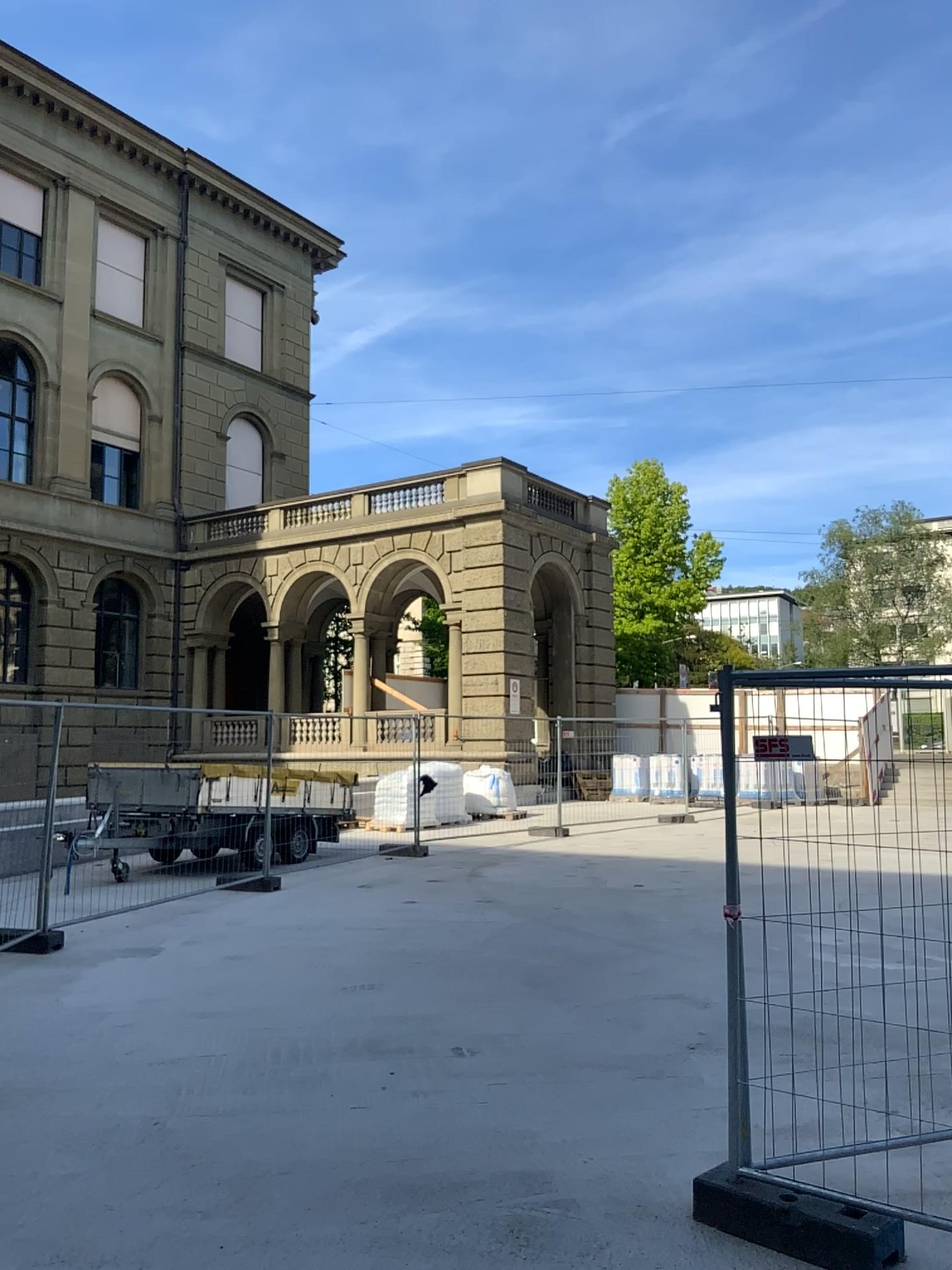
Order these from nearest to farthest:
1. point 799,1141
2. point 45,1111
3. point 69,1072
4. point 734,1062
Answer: point 734,1062 → point 799,1141 → point 45,1111 → point 69,1072
